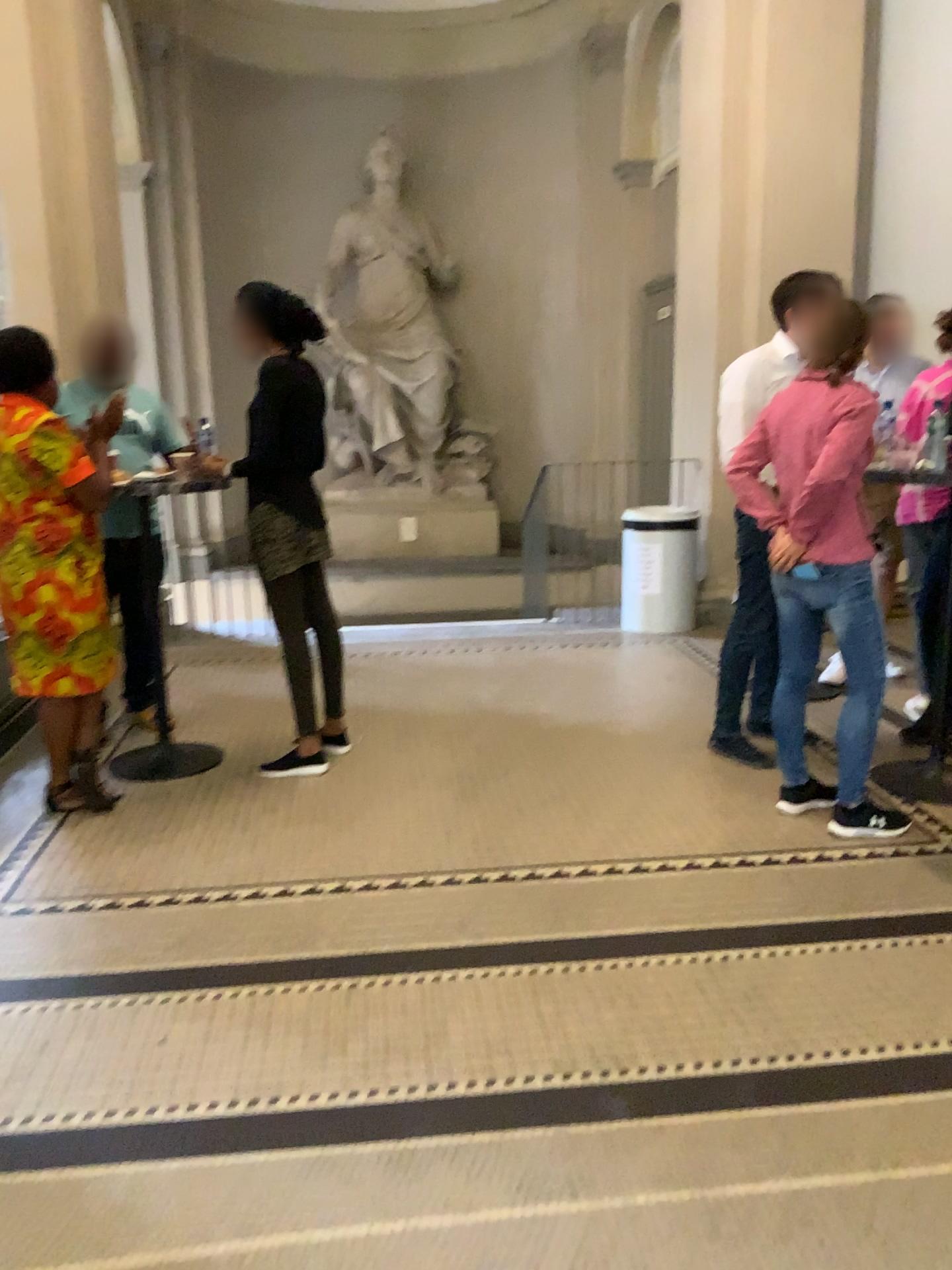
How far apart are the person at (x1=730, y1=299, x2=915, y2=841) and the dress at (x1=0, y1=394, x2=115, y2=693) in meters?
2.1 m

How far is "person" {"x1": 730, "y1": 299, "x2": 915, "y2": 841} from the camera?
3.2 meters

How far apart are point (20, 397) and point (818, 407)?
2.5 meters

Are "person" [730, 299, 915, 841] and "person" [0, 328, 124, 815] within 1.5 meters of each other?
no

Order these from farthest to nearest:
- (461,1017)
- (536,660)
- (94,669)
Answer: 1. (536,660)
2. (94,669)
3. (461,1017)

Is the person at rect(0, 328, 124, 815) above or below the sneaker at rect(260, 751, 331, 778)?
above

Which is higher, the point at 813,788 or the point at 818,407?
the point at 818,407

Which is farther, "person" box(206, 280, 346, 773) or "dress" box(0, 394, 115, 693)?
"person" box(206, 280, 346, 773)

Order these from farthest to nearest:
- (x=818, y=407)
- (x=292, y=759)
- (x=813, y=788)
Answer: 1. (x=292, y=759)
2. (x=813, y=788)
3. (x=818, y=407)

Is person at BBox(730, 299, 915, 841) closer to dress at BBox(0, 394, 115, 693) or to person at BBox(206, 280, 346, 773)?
person at BBox(206, 280, 346, 773)
